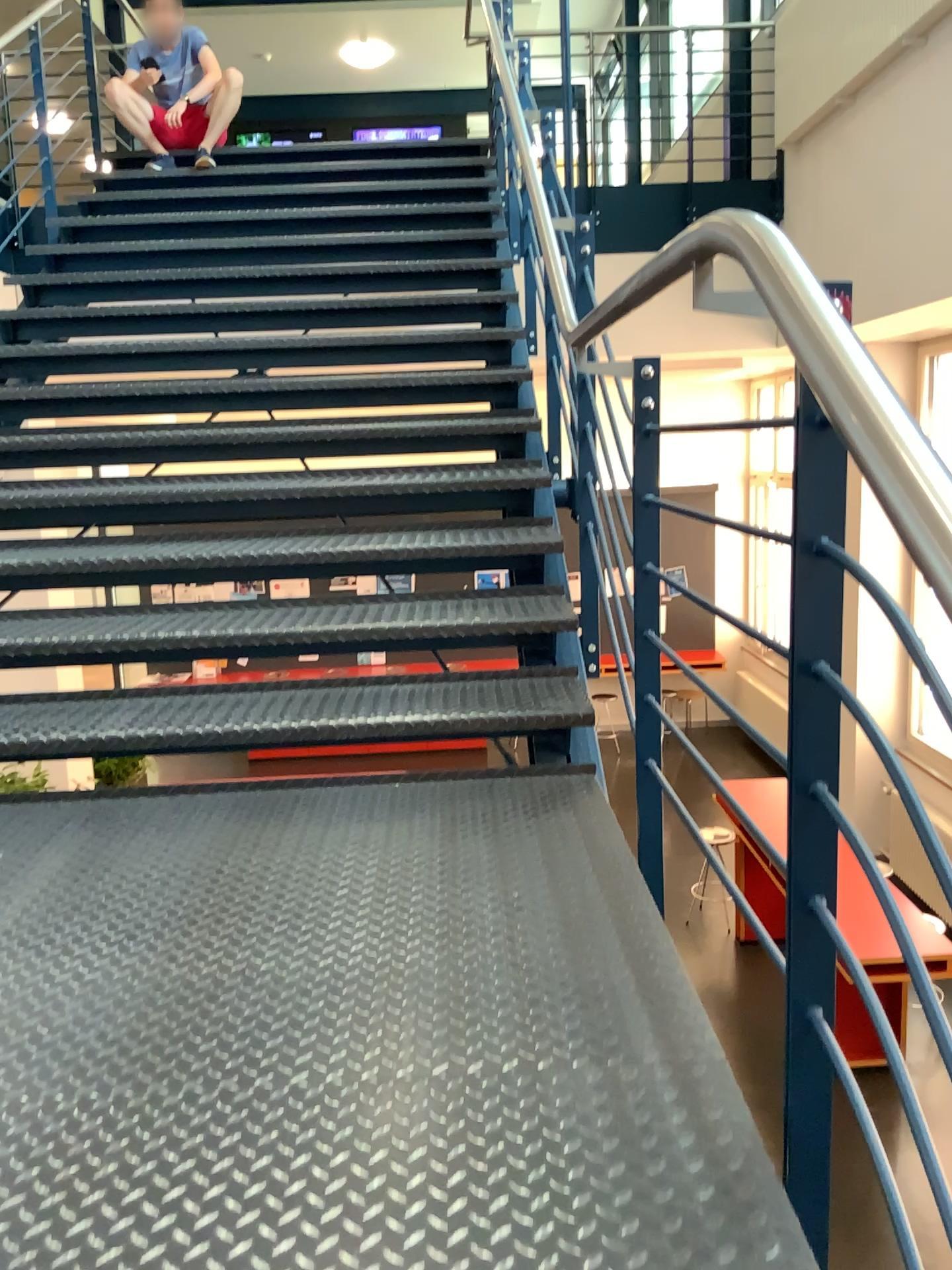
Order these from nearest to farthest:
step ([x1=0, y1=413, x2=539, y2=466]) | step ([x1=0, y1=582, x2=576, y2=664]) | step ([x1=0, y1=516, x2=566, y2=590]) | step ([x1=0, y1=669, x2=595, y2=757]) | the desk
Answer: the desk, step ([x1=0, y1=669, x2=595, y2=757]), step ([x1=0, y1=582, x2=576, y2=664]), step ([x1=0, y1=516, x2=566, y2=590]), step ([x1=0, y1=413, x2=539, y2=466])

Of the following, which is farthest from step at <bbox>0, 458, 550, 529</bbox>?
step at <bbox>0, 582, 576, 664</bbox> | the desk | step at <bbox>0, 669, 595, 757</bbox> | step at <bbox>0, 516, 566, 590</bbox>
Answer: the desk

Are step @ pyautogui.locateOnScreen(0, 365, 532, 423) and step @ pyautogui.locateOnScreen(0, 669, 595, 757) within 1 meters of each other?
no

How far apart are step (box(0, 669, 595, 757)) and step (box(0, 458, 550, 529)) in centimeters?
81cm

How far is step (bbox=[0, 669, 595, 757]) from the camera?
2.5m

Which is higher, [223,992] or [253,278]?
[253,278]

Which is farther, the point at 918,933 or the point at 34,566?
the point at 34,566

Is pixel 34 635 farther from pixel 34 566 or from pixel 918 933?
pixel 918 933

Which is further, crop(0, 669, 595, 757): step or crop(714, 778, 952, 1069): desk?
crop(0, 669, 595, 757): step

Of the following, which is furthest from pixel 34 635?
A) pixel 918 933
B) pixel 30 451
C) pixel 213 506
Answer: pixel 918 933
